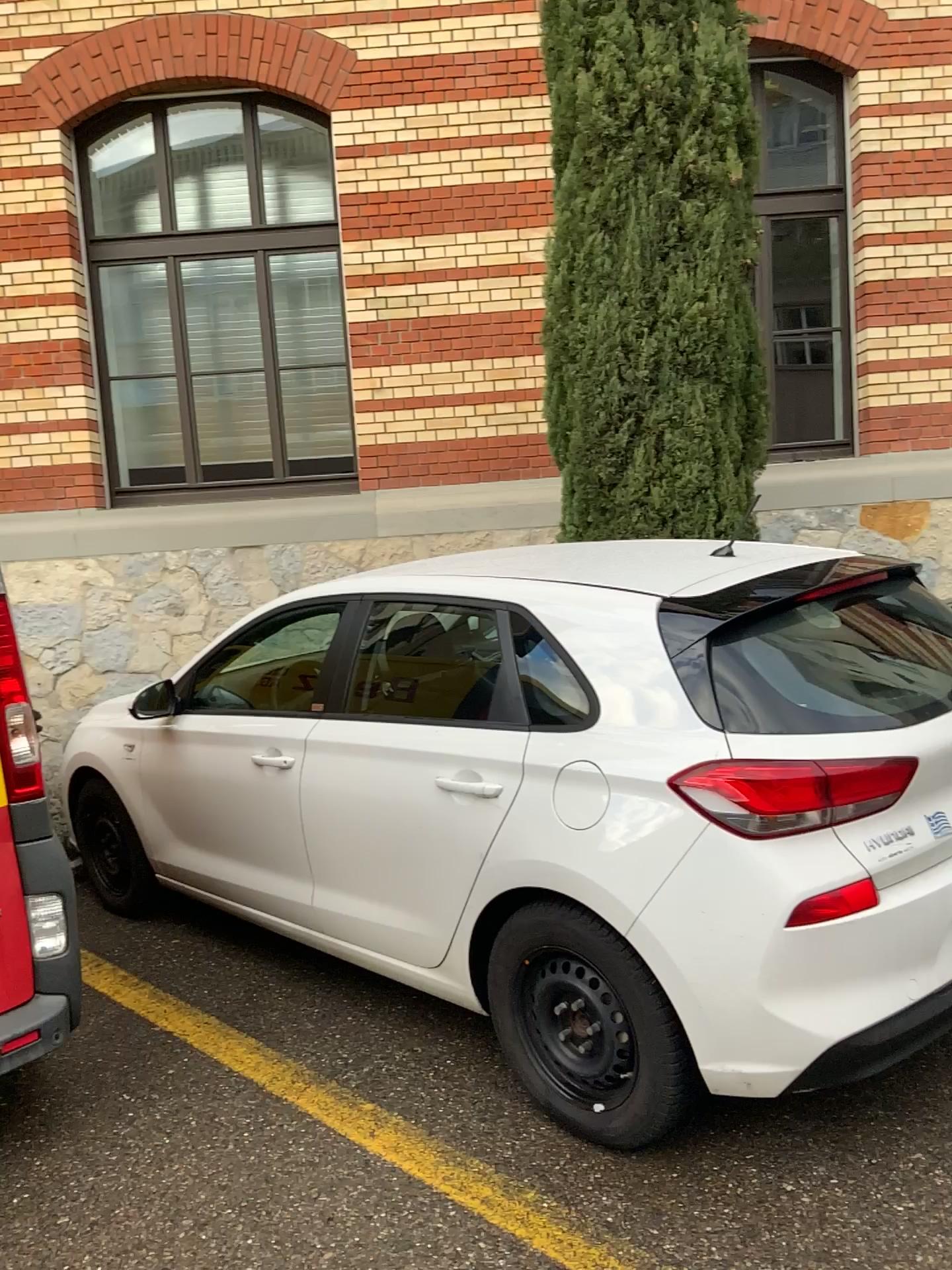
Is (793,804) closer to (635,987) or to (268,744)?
(635,987)

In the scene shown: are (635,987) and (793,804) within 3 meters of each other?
yes

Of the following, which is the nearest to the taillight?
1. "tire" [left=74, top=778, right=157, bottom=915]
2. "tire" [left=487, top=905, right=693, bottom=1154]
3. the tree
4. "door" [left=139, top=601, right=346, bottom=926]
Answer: "tire" [left=487, top=905, right=693, bottom=1154]

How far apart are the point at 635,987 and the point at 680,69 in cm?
406

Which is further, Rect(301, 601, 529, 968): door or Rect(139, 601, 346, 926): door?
Rect(139, 601, 346, 926): door

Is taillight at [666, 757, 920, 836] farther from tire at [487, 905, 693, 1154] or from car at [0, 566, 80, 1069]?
car at [0, 566, 80, 1069]

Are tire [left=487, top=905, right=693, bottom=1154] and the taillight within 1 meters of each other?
yes

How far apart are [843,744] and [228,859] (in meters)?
2.37

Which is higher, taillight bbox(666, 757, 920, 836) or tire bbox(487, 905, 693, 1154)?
taillight bbox(666, 757, 920, 836)

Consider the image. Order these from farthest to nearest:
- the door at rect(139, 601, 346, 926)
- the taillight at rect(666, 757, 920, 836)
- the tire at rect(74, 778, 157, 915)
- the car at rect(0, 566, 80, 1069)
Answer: the tire at rect(74, 778, 157, 915) → the door at rect(139, 601, 346, 926) → the car at rect(0, 566, 80, 1069) → the taillight at rect(666, 757, 920, 836)
